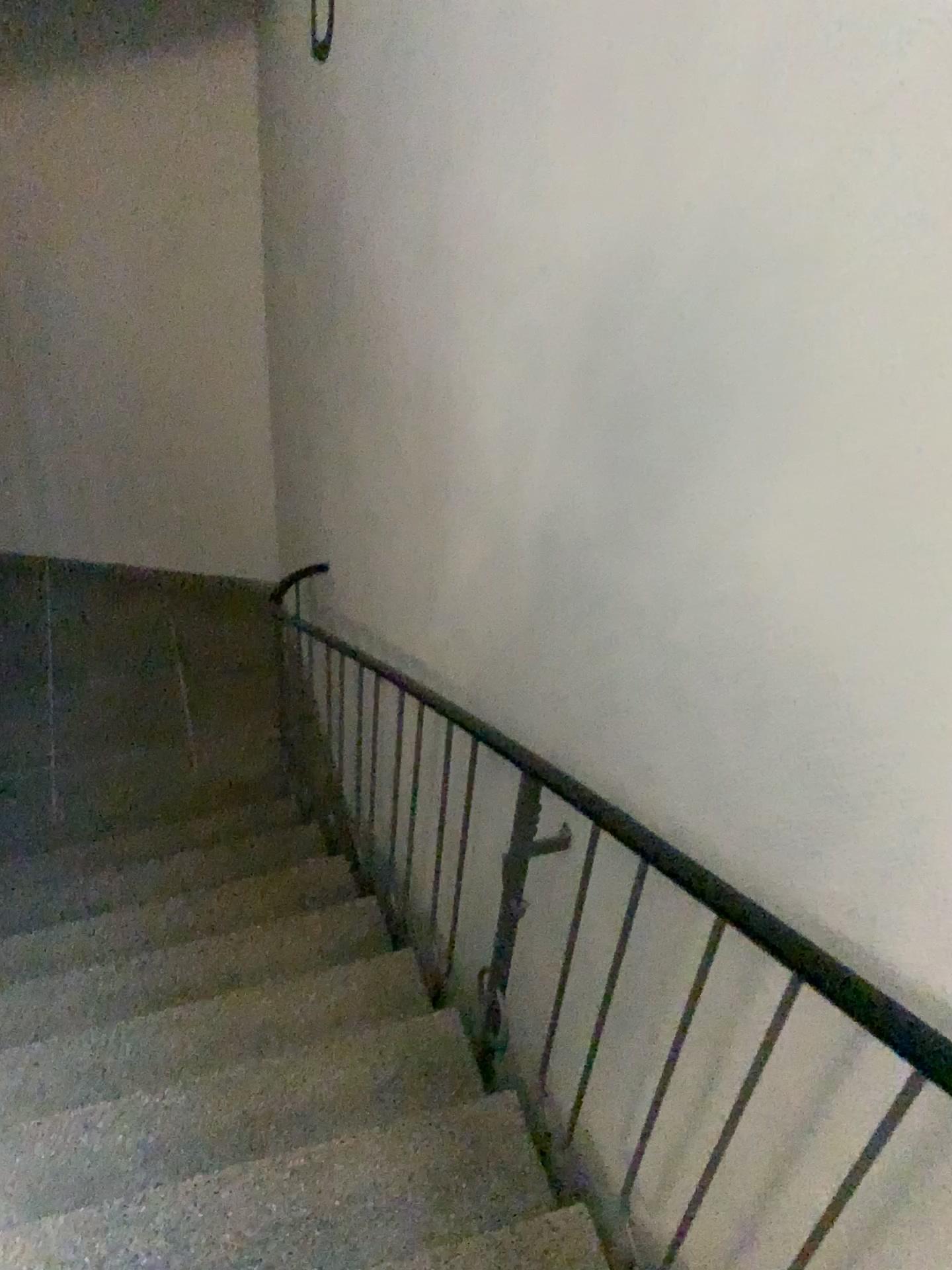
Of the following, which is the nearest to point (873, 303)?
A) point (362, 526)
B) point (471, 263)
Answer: point (471, 263)
